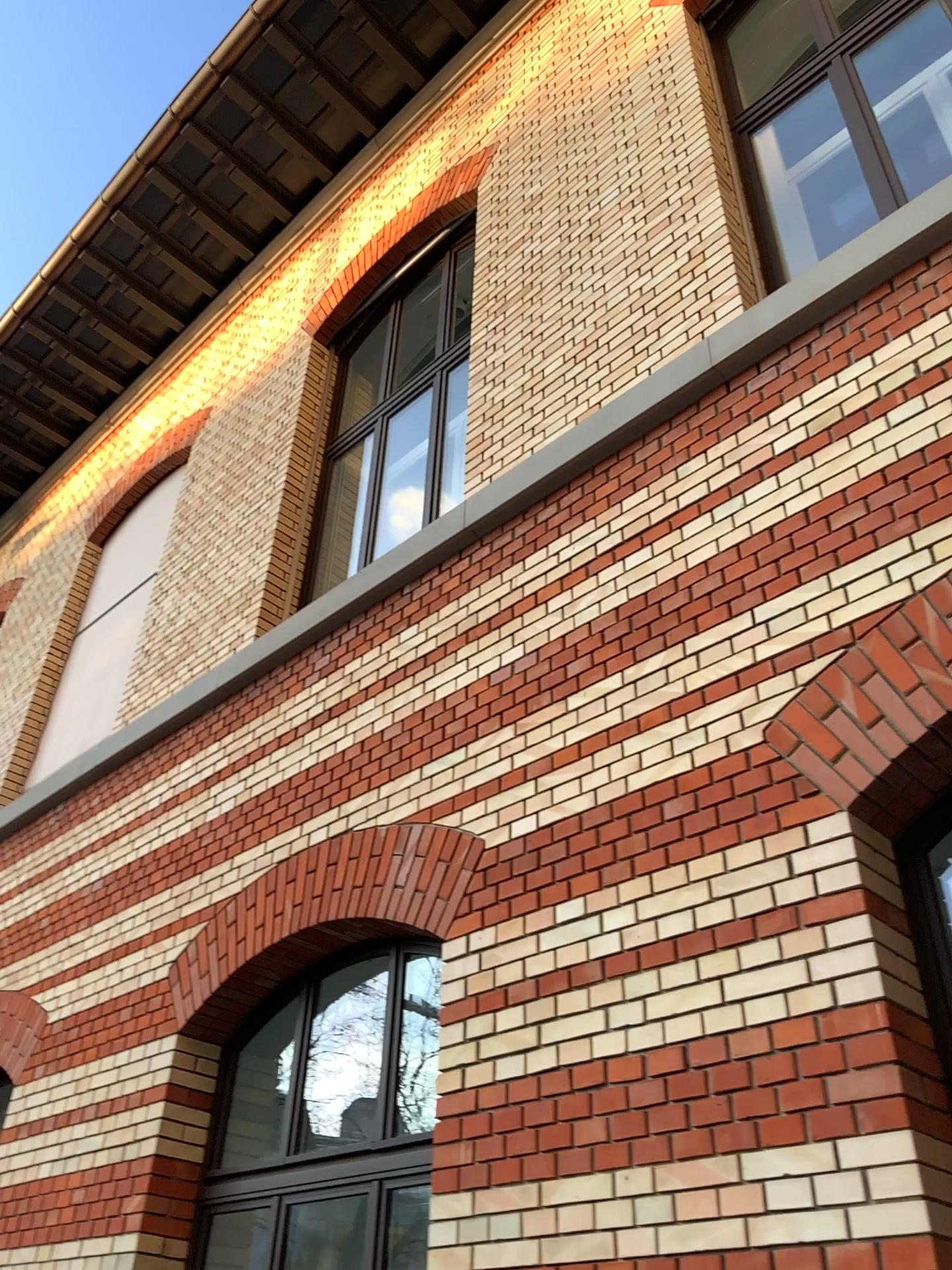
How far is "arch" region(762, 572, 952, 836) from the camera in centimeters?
278cm

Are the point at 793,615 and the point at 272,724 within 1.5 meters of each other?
no

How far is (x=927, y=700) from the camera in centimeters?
278cm
